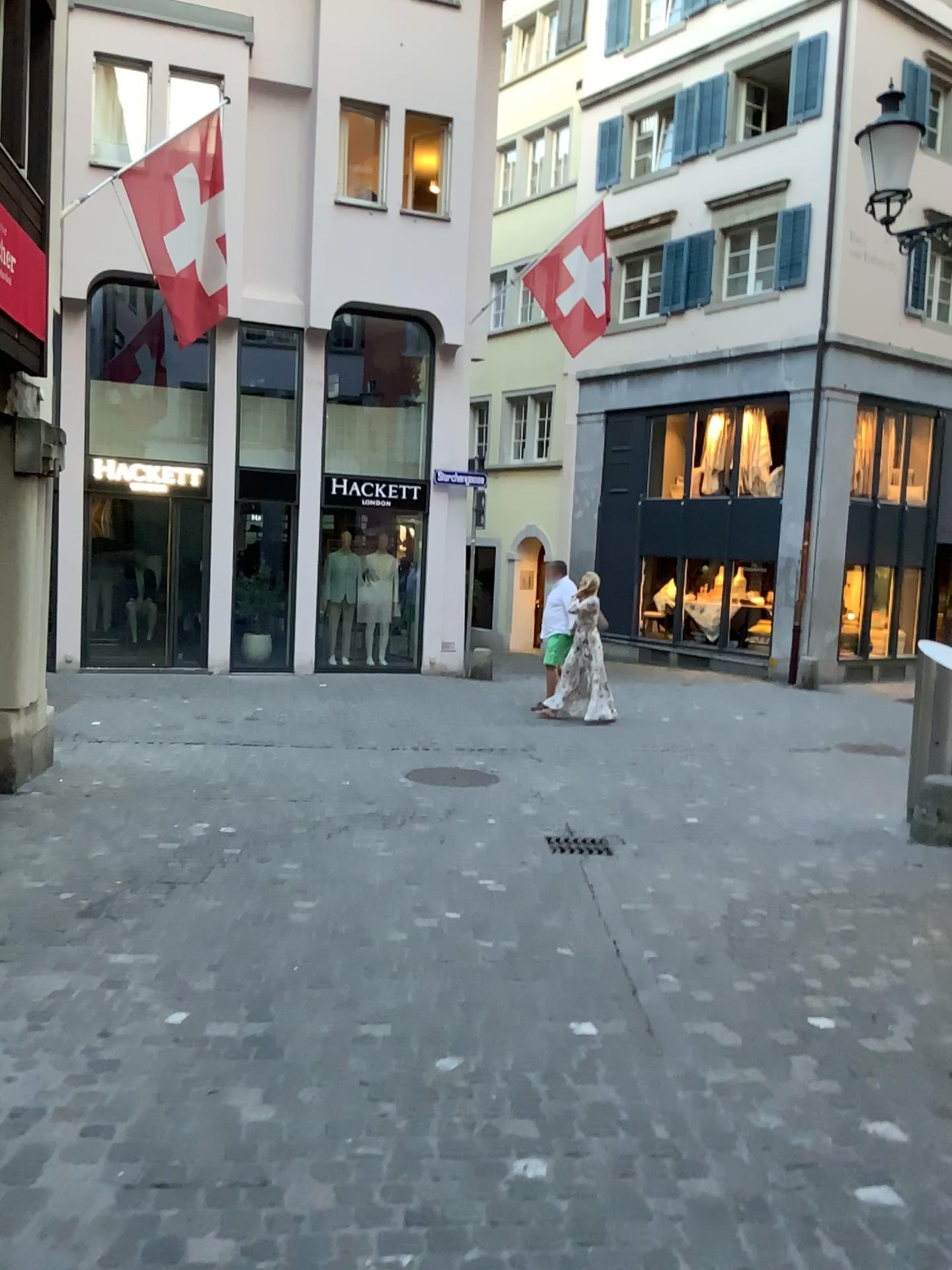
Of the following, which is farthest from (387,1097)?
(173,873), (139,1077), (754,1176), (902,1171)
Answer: (173,873)
